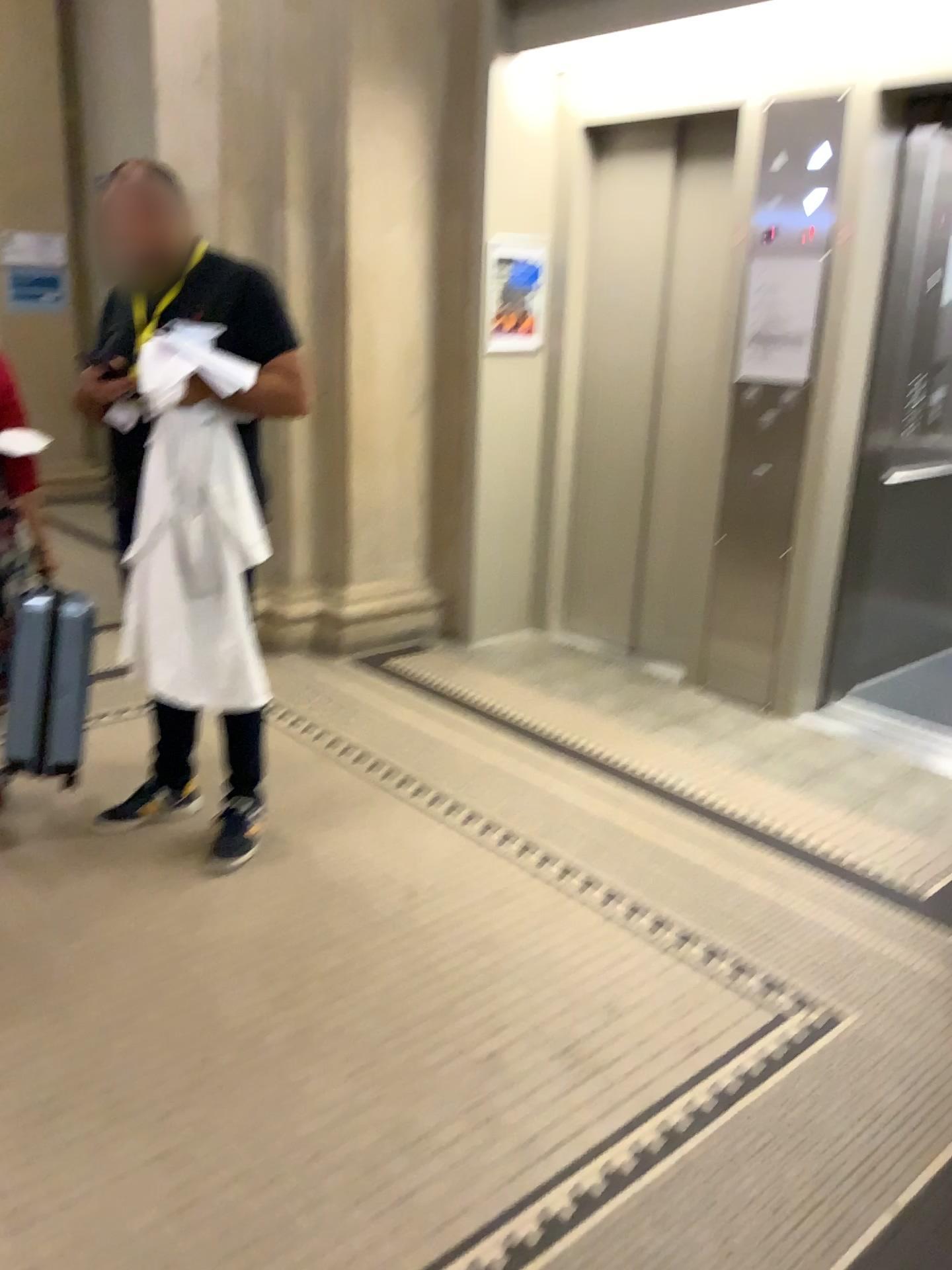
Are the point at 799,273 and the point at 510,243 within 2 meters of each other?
yes

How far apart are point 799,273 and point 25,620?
2.76m

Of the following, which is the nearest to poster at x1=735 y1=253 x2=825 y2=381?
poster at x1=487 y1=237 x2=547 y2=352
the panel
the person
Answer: the panel

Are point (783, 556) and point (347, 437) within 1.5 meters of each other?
no

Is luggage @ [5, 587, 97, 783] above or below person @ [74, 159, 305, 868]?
below

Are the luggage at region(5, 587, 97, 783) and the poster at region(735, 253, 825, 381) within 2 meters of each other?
no

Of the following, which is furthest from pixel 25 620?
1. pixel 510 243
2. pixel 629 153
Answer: pixel 629 153

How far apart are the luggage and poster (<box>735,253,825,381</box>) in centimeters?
247cm

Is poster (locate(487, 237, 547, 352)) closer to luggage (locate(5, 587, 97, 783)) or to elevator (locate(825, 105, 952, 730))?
elevator (locate(825, 105, 952, 730))

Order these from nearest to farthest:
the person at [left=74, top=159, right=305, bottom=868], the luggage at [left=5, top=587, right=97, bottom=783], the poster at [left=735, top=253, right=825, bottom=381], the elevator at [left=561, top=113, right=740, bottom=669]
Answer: the person at [left=74, top=159, right=305, bottom=868]
the luggage at [left=5, top=587, right=97, bottom=783]
the poster at [left=735, top=253, right=825, bottom=381]
the elevator at [left=561, top=113, right=740, bottom=669]
